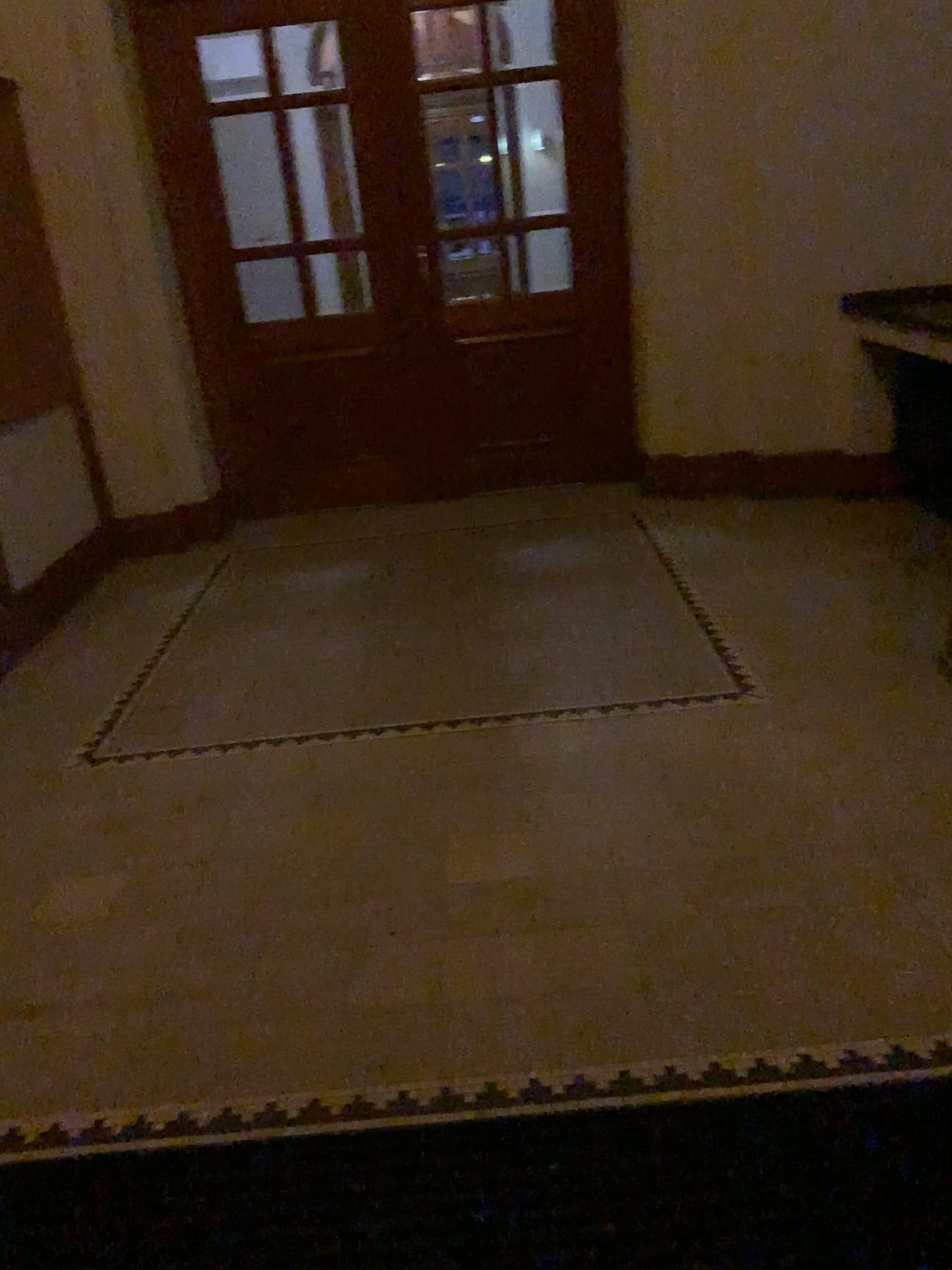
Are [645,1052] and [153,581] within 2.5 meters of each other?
no
